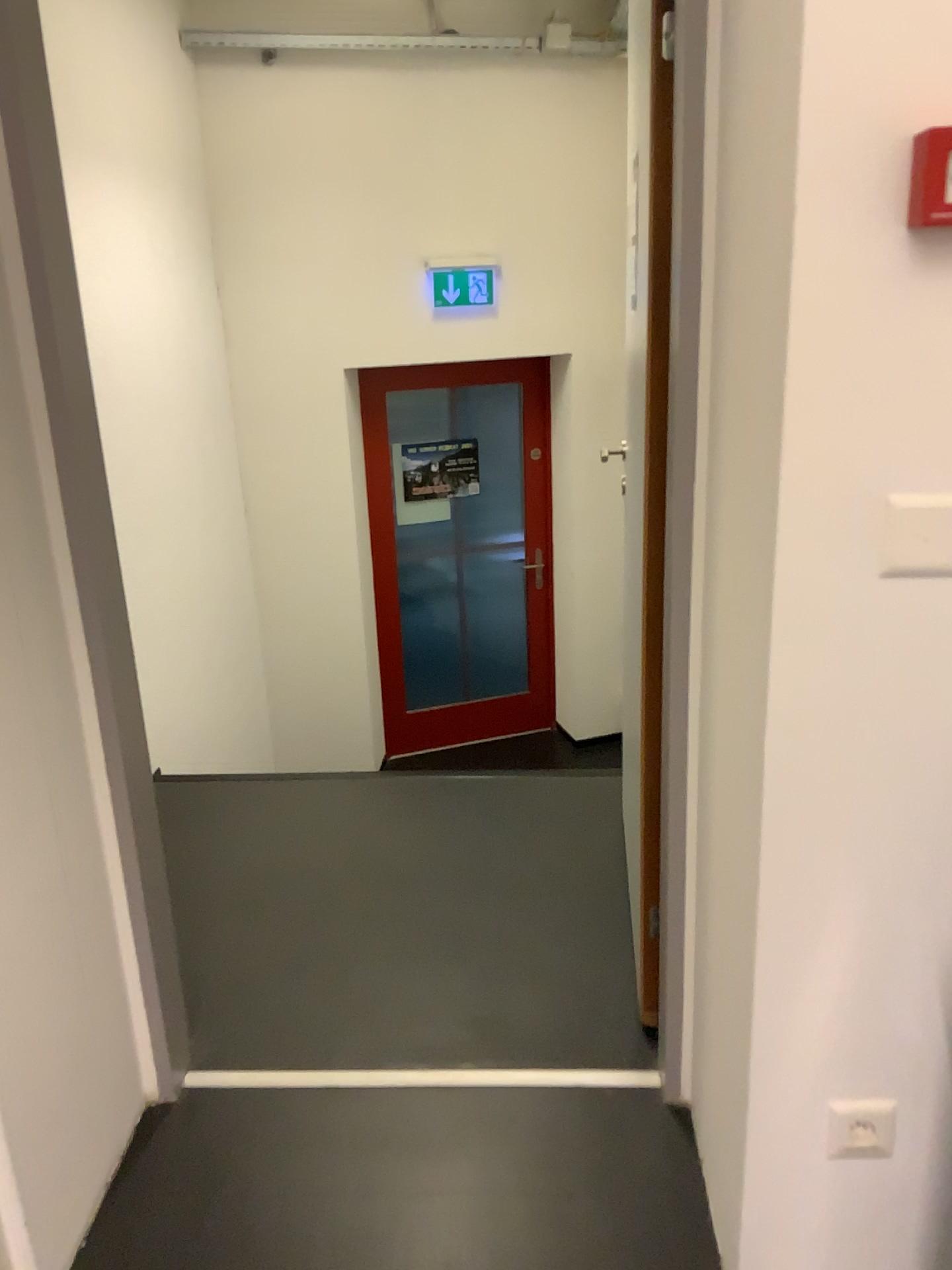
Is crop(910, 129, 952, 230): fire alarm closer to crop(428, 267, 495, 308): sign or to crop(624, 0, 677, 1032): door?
crop(624, 0, 677, 1032): door

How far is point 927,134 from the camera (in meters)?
1.00

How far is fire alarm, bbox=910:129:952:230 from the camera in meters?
1.0 m

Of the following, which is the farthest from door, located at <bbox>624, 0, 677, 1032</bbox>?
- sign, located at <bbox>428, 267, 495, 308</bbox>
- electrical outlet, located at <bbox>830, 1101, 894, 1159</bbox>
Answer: sign, located at <bbox>428, 267, 495, 308</bbox>

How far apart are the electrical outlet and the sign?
4.11m

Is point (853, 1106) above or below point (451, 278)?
below

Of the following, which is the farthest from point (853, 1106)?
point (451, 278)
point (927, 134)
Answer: point (451, 278)

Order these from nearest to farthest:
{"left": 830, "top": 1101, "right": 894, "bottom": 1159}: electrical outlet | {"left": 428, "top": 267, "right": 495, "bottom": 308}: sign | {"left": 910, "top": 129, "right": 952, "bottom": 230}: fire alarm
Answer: {"left": 910, "top": 129, "right": 952, "bottom": 230}: fire alarm < {"left": 830, "top": 1101, "right": 894, "bottom": 1159}: electrical outlet < {"left": 428, "top": 267, "right": 495, "bottom": 308}: sign

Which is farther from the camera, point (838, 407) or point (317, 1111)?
point (317, 1111)

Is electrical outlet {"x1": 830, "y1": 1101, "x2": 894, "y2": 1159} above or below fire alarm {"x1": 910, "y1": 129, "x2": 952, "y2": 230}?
below
